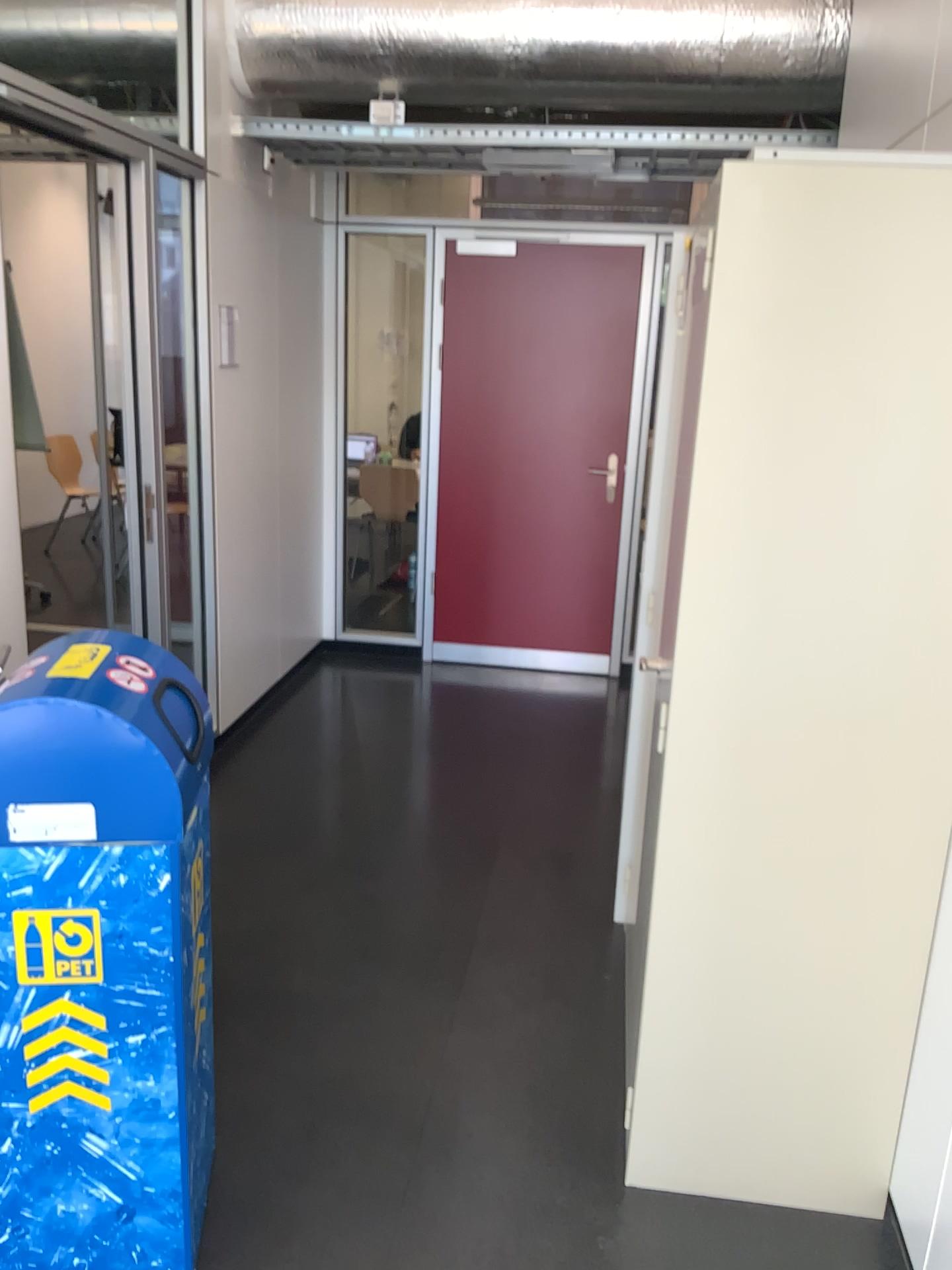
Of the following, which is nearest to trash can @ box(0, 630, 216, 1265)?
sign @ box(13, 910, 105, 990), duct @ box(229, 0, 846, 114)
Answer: sign @ box(13, 910, 105, 990)

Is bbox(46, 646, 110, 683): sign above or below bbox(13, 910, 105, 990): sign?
above

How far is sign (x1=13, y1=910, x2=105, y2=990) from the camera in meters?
1.6

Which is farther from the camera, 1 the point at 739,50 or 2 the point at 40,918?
1 the point at 739,50

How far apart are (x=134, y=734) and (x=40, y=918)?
0.3 meters

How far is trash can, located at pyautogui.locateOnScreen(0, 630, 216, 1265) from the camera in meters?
1.6 m

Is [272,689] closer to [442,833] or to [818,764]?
[442,833]

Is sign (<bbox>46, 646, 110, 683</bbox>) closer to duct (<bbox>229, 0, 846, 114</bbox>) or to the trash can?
the trash can

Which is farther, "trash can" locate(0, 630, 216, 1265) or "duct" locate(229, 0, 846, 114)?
"duct" locate(229, 0, 846, 114)

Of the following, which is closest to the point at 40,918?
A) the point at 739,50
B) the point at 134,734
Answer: the point at 134,734
